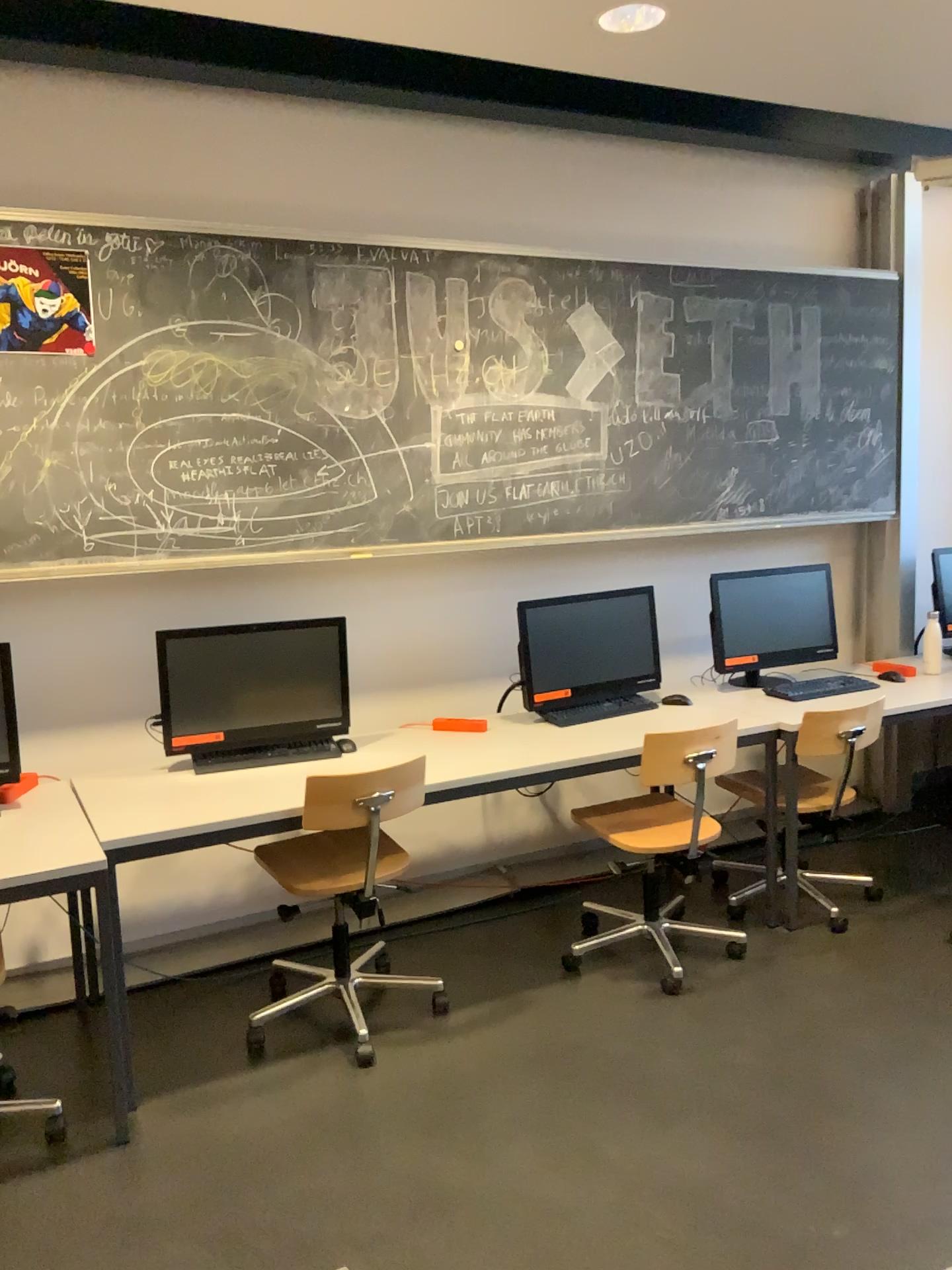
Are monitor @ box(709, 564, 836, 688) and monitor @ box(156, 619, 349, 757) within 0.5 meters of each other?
no

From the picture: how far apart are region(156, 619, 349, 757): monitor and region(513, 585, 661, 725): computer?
0.7 meters

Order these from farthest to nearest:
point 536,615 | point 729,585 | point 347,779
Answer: point 729,585 → point 536,615 → point 347,779

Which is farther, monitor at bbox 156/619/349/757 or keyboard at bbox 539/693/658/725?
keyboard at bbox 539/693/658/725

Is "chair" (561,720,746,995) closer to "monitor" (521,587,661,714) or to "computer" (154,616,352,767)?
"monitor" (521,587,661,714)

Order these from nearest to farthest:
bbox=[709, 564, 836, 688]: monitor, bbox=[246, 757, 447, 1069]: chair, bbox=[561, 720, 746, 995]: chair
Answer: bbox=[246, 757, 447, 1069]: chair, bbox=[561, 720, 746, 995]: chair, bbox=[709, 564, 836, 688]: monitor

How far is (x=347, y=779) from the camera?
3.02m

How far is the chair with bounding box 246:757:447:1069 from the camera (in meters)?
3.02

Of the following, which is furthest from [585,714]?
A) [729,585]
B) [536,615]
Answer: [729,585]

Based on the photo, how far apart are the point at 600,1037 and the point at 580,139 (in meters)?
3.24
